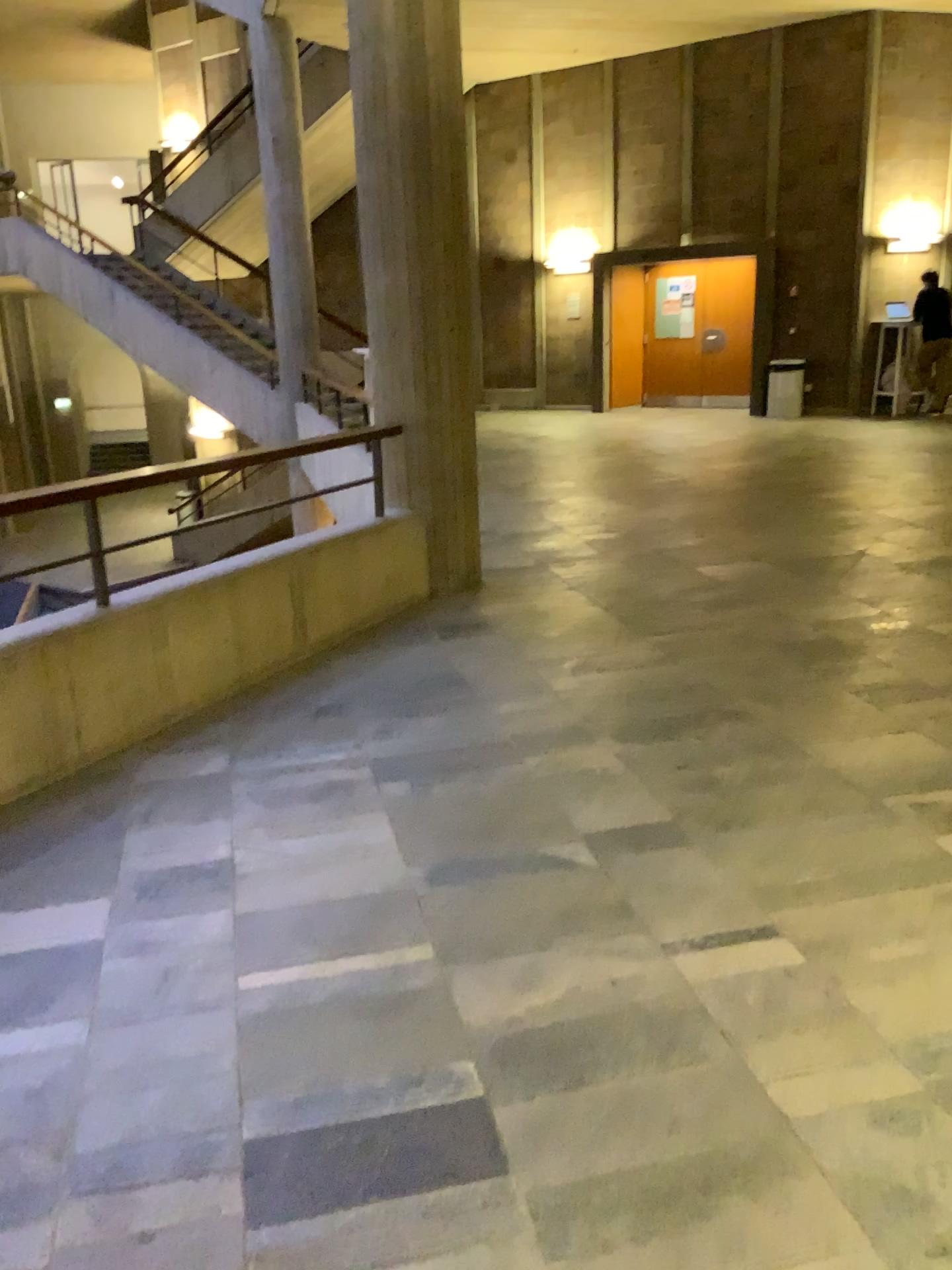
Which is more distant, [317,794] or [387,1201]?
[317,794]
